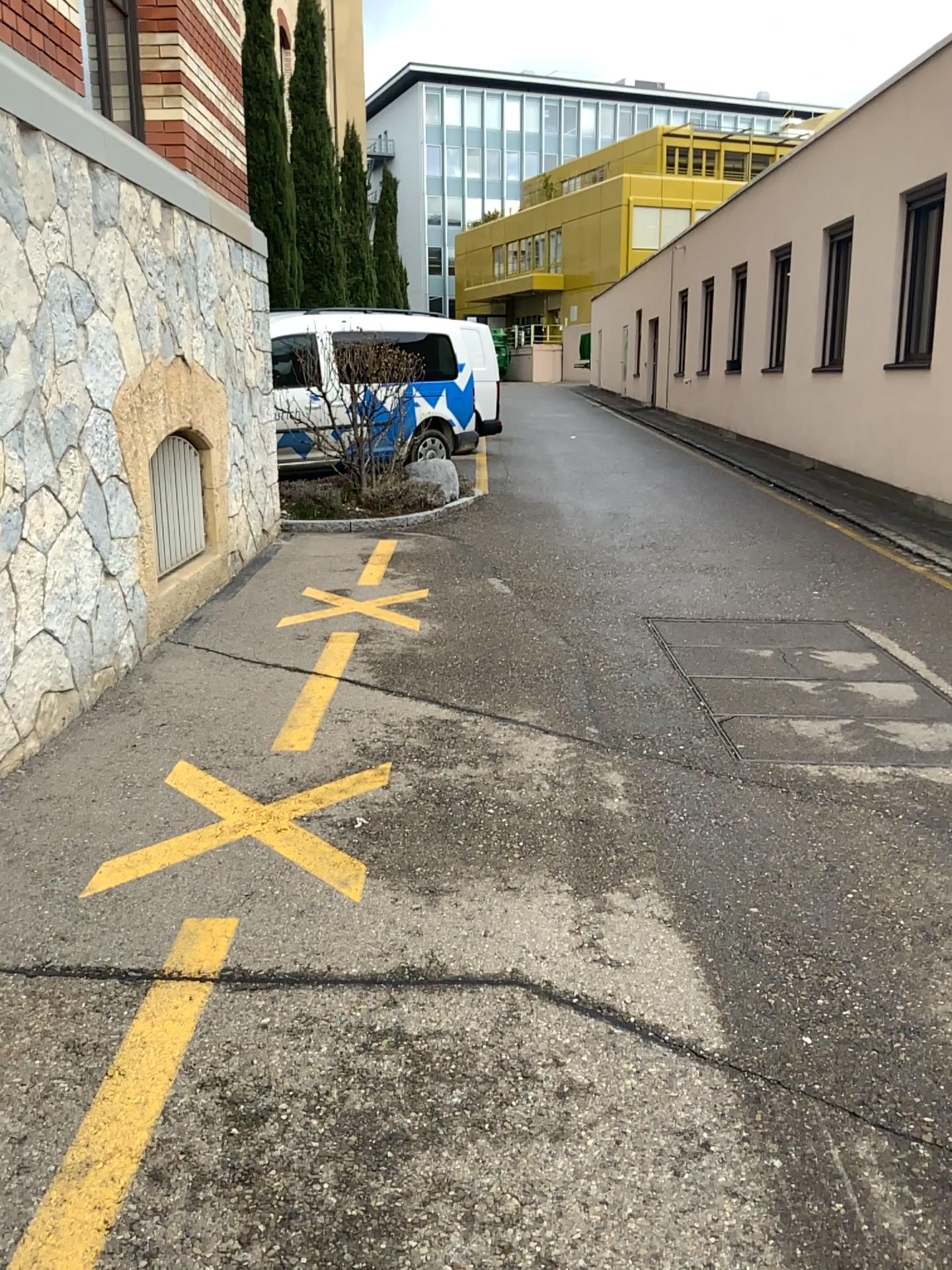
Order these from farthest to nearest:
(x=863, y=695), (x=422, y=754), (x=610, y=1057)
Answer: (x=863, y=695)
(x=422, y=754)
(x=610, y=1057)
